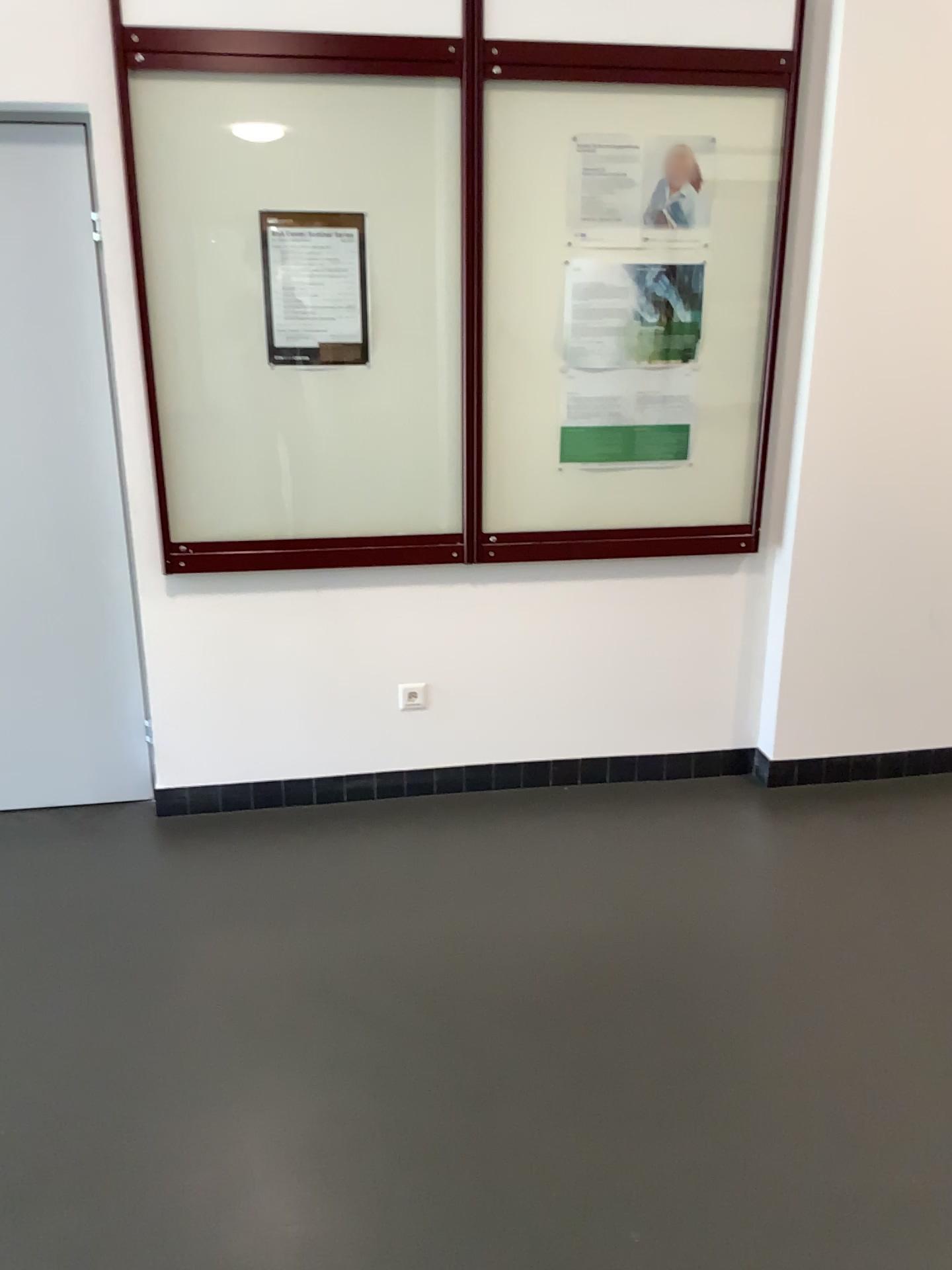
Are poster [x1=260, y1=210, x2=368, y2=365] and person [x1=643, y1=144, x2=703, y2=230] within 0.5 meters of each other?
no

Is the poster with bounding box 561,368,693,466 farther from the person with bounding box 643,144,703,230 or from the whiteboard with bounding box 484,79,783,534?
the person with bounding box 643,144,703,230

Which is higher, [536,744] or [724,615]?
[724,615]

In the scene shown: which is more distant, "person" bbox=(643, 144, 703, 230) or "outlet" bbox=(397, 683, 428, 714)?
"outlet" bbox=(397, 683, 428, 714)

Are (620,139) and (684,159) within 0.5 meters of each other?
yes

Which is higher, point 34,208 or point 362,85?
point 362,85

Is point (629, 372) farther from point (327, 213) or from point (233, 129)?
point (233, 129)

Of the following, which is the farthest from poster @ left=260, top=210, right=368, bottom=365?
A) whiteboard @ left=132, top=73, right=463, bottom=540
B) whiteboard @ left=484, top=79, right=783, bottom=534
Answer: whiteboard @ left=484, top=79, right=783, bottom=534

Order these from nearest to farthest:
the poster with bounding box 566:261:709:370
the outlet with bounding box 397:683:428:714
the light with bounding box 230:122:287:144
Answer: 1. the light with bounding box 230:122:287:144
2. the poster with bounding box 566:261:709:370
3. the outlet with bounding box 397:683:428:714

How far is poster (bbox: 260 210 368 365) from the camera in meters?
2.9 m
